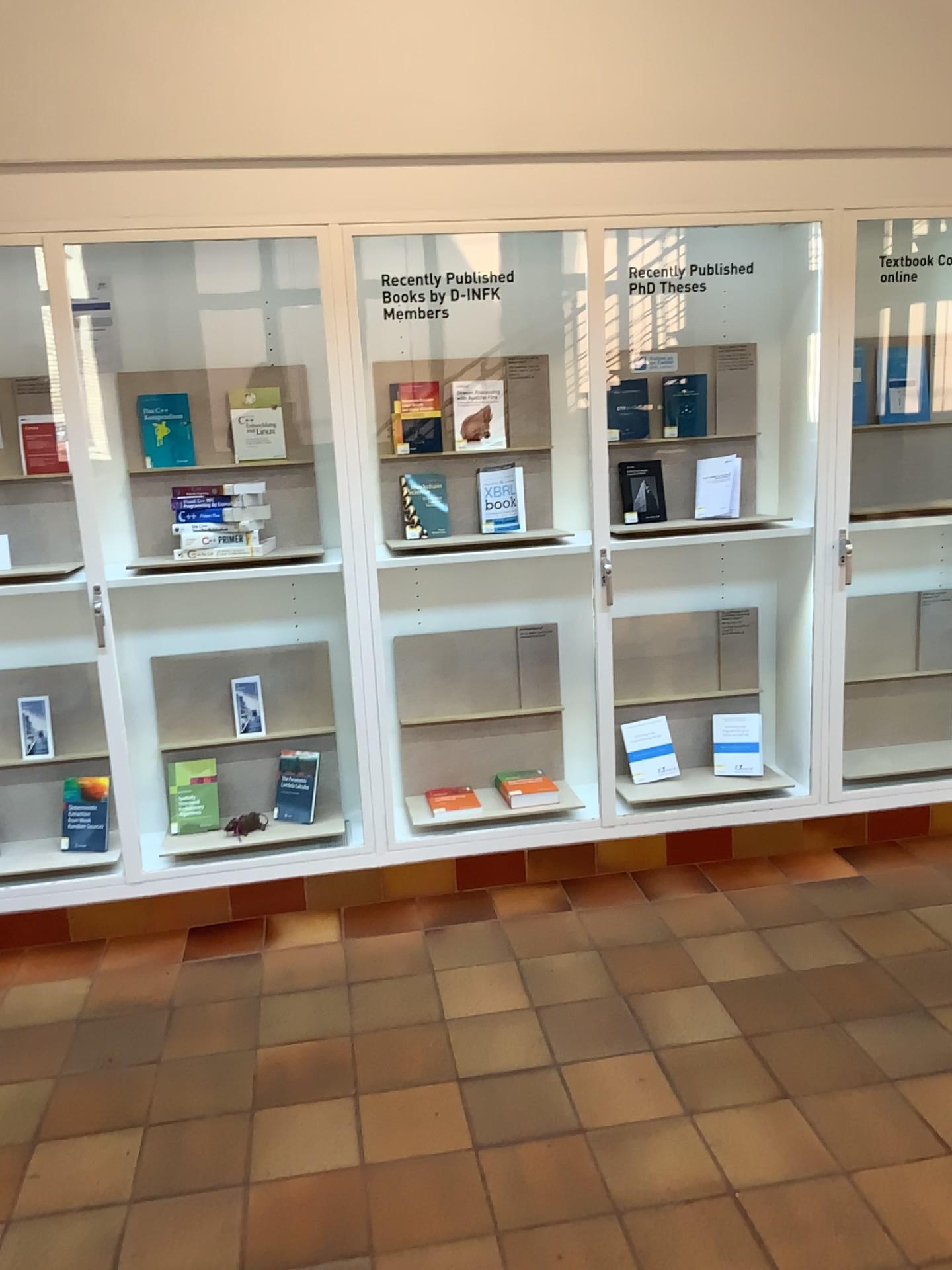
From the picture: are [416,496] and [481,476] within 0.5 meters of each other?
yes

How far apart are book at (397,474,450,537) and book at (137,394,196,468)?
0.7 meters

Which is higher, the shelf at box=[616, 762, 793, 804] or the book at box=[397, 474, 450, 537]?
the book at box=[397, 474, 450, 537]

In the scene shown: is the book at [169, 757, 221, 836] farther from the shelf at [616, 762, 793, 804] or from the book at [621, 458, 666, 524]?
the book at [621, 458, 666, 524]

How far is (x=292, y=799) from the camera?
3.72m

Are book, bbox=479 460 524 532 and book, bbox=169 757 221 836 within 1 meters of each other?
no

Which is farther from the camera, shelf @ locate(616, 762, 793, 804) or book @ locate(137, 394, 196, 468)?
shelf @ locate(616, 762, 793, 804)

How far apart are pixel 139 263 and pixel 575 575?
1.8m

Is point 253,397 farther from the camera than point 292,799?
No

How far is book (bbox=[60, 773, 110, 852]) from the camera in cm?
351
